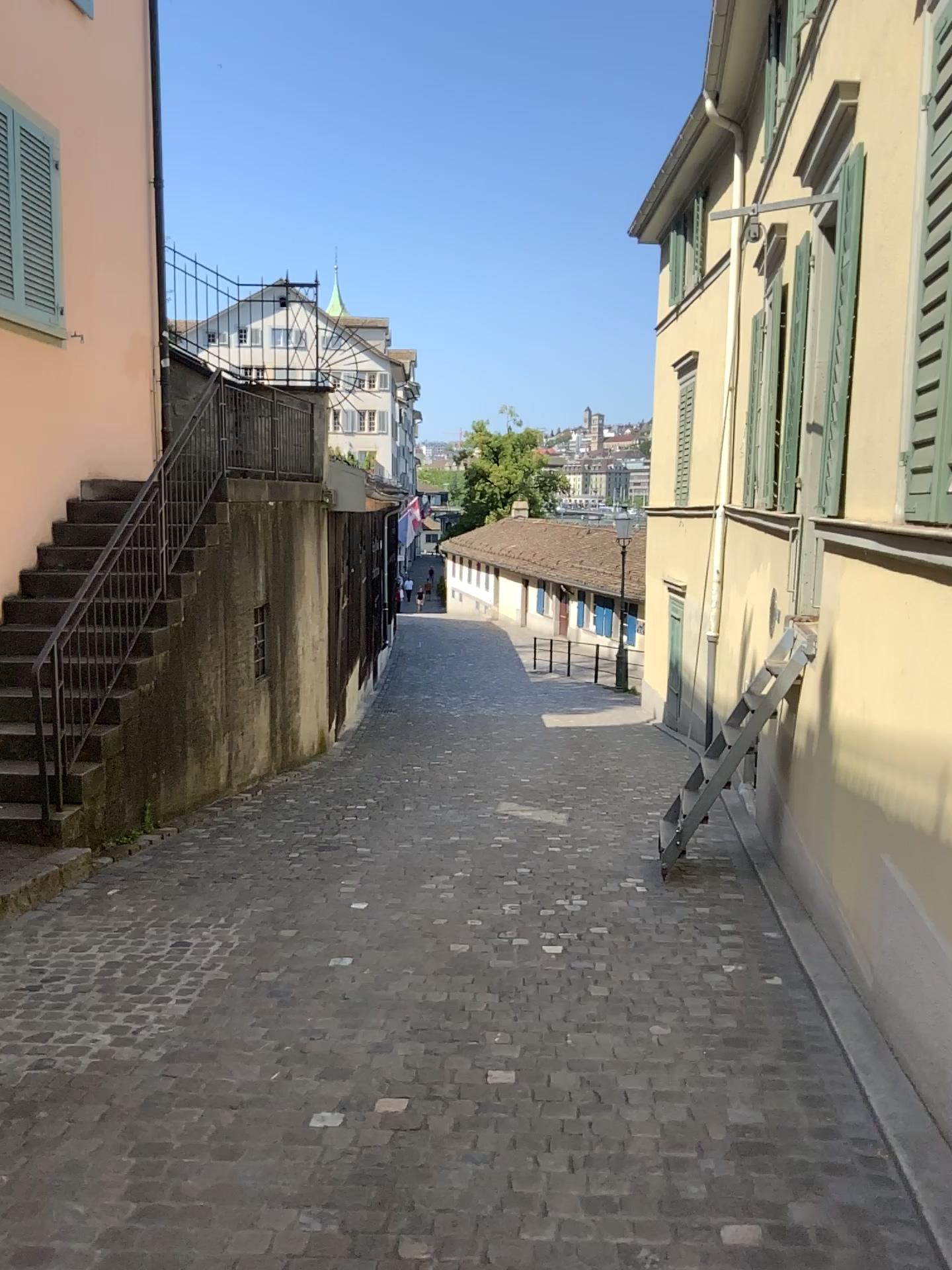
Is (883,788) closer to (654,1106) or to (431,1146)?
(654,1106)
